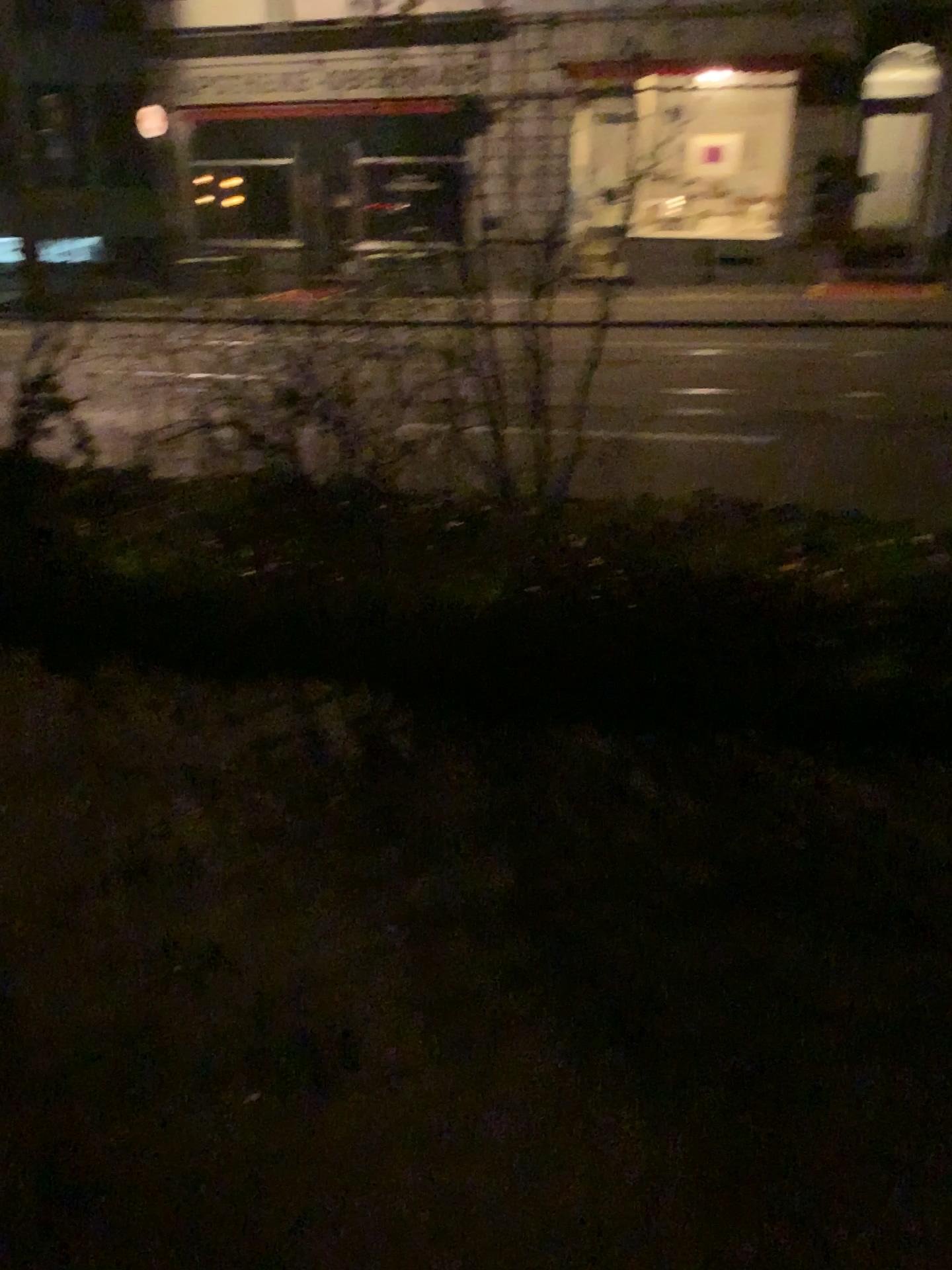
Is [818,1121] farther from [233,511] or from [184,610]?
[233,511]
